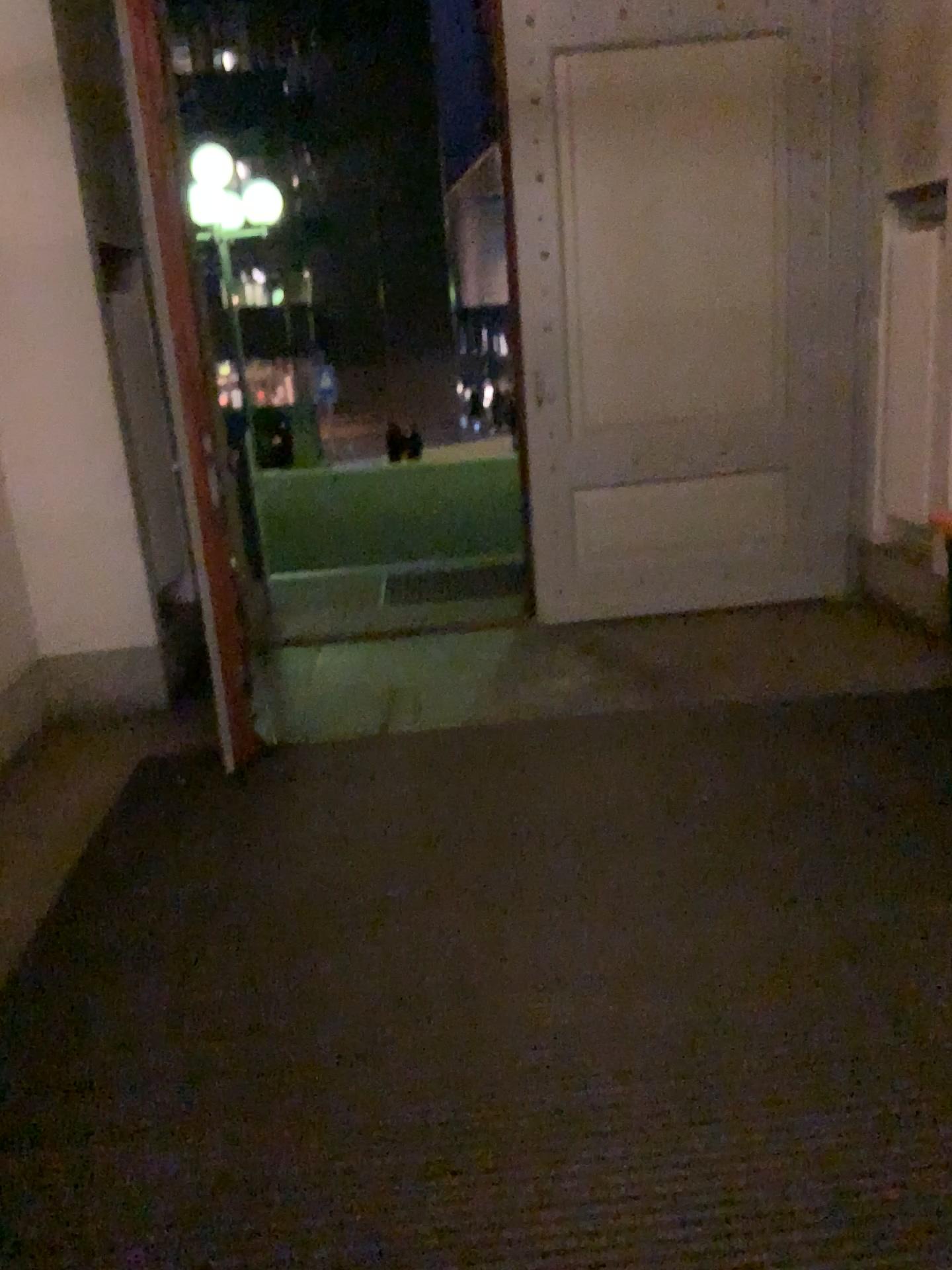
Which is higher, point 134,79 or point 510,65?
point 510,65

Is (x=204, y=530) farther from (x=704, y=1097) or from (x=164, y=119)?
(x=704, y=1097)

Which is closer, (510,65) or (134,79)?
(134,79)

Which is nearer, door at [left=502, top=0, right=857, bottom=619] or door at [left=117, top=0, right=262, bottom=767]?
door at [left=117, top=0, right=262, bottom=767]
